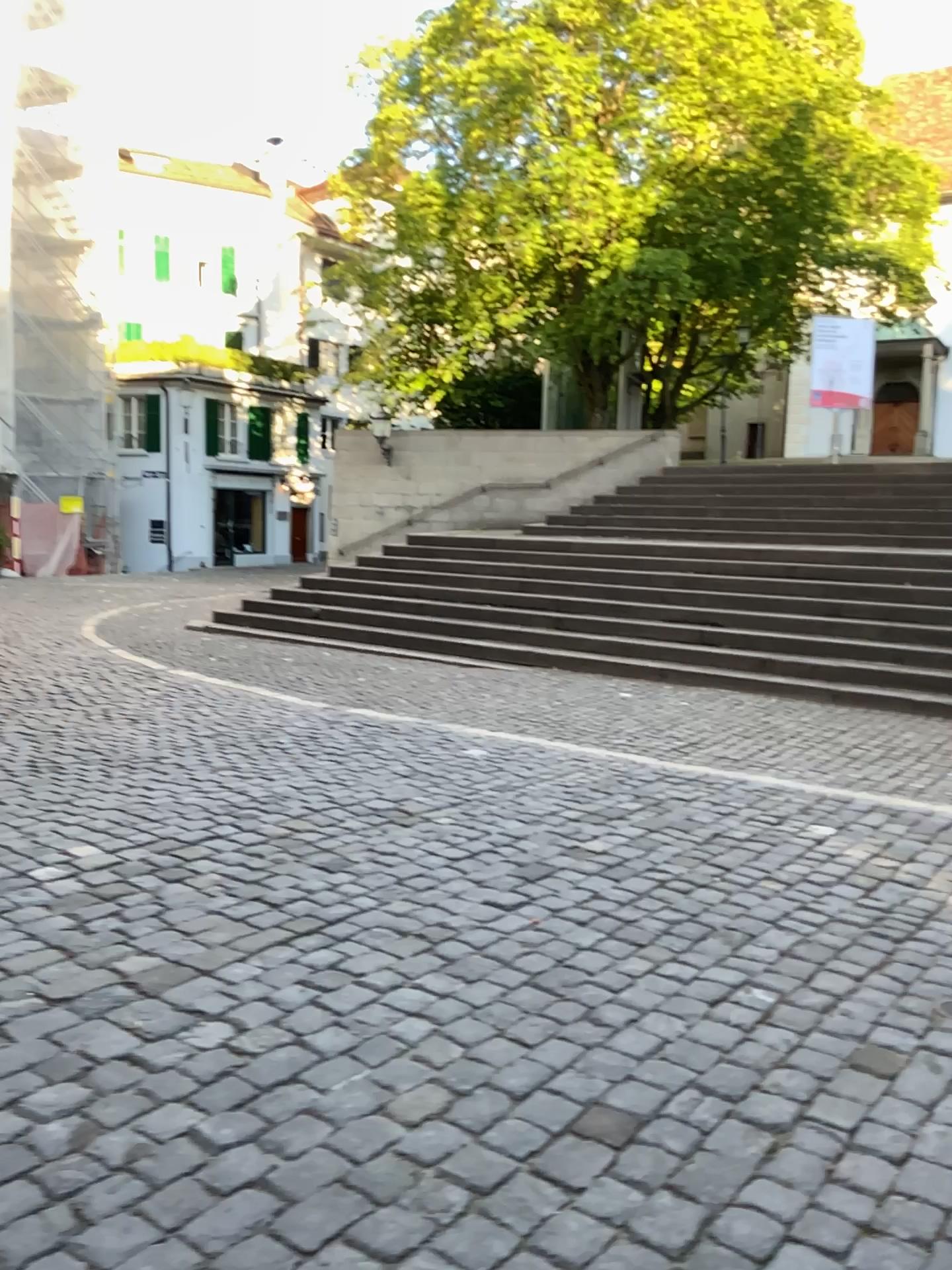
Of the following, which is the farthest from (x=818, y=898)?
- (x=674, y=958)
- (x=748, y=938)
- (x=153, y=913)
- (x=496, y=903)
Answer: (x=153, y=913)
